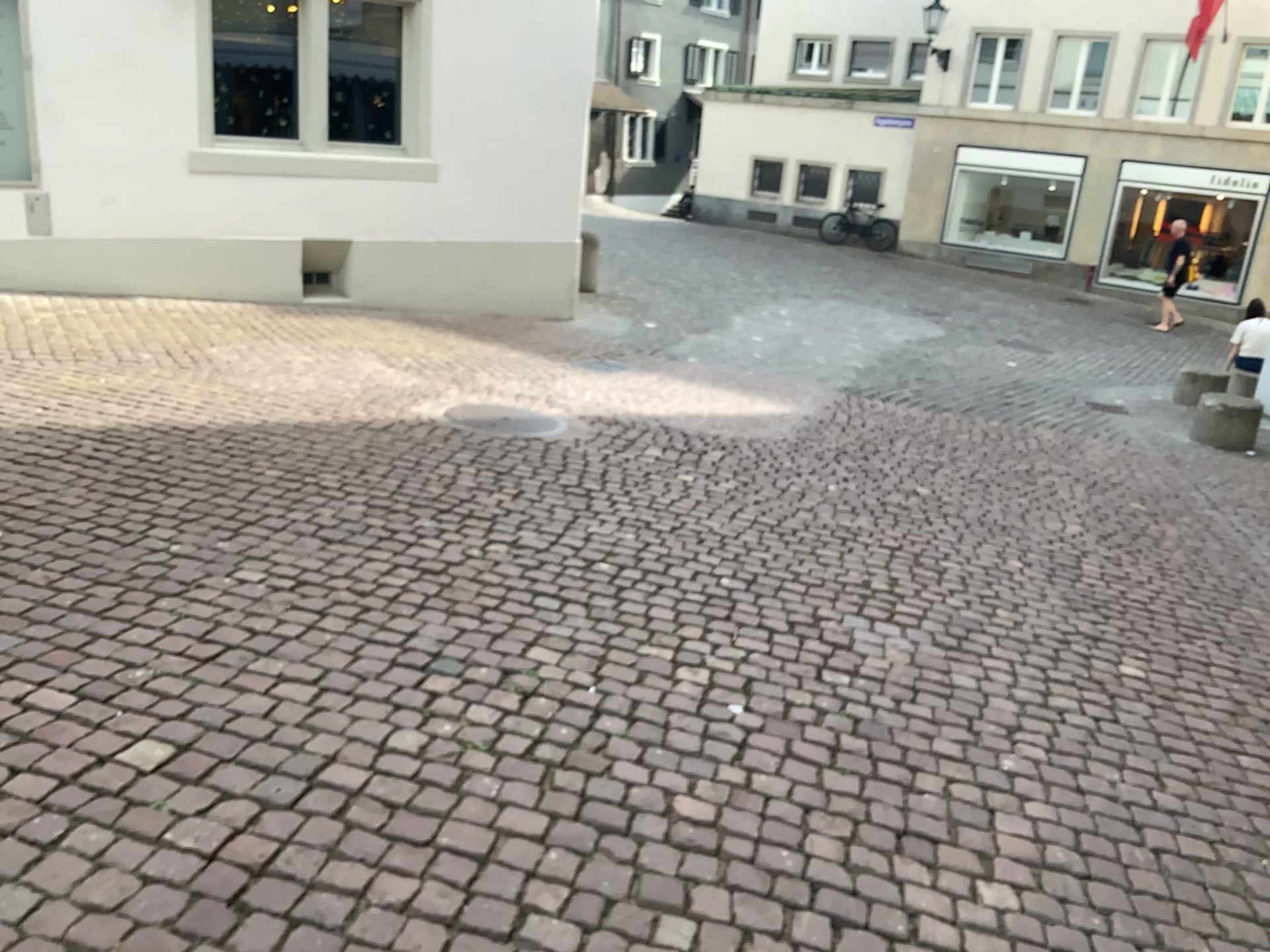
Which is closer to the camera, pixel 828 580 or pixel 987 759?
pixel 987 759
